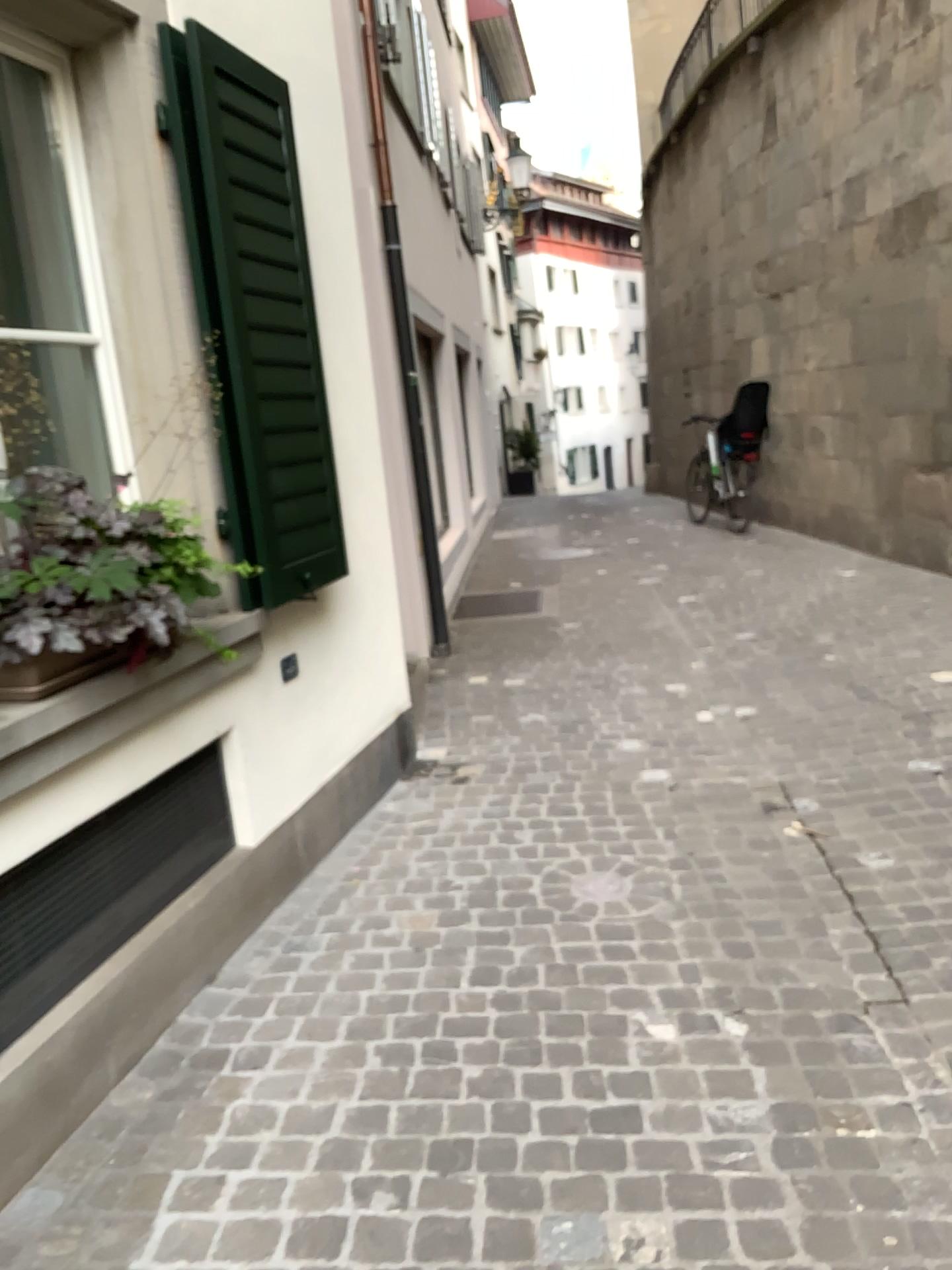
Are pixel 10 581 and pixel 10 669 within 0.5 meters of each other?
yes

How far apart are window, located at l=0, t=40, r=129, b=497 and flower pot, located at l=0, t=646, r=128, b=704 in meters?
0.6 m

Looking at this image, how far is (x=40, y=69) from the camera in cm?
271

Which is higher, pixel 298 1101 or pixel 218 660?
pixel 218 660

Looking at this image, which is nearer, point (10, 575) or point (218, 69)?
point (10, 575)

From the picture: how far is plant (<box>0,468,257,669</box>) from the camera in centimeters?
213cm

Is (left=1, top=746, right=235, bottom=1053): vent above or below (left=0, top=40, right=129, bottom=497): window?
below

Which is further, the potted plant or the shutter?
the shutter

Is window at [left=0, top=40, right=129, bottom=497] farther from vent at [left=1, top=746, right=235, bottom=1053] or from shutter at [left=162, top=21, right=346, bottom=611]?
vent at [left=1, top=746, right=235, bottom=1053]

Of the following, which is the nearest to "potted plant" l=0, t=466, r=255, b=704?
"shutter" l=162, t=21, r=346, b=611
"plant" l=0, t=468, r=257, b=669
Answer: "plant" l=0, t=468, r=257, b=669
